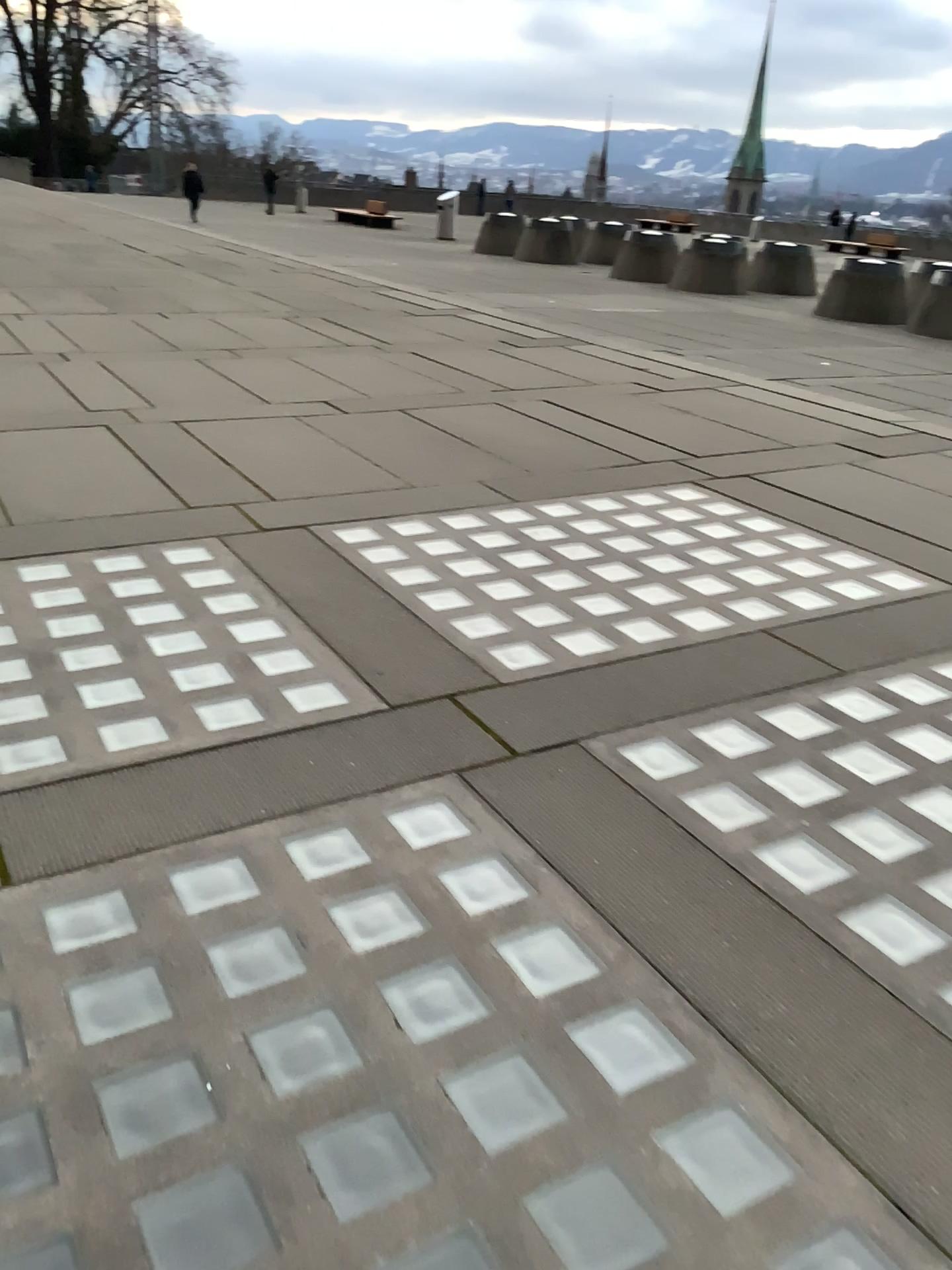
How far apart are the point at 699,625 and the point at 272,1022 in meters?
2.4
